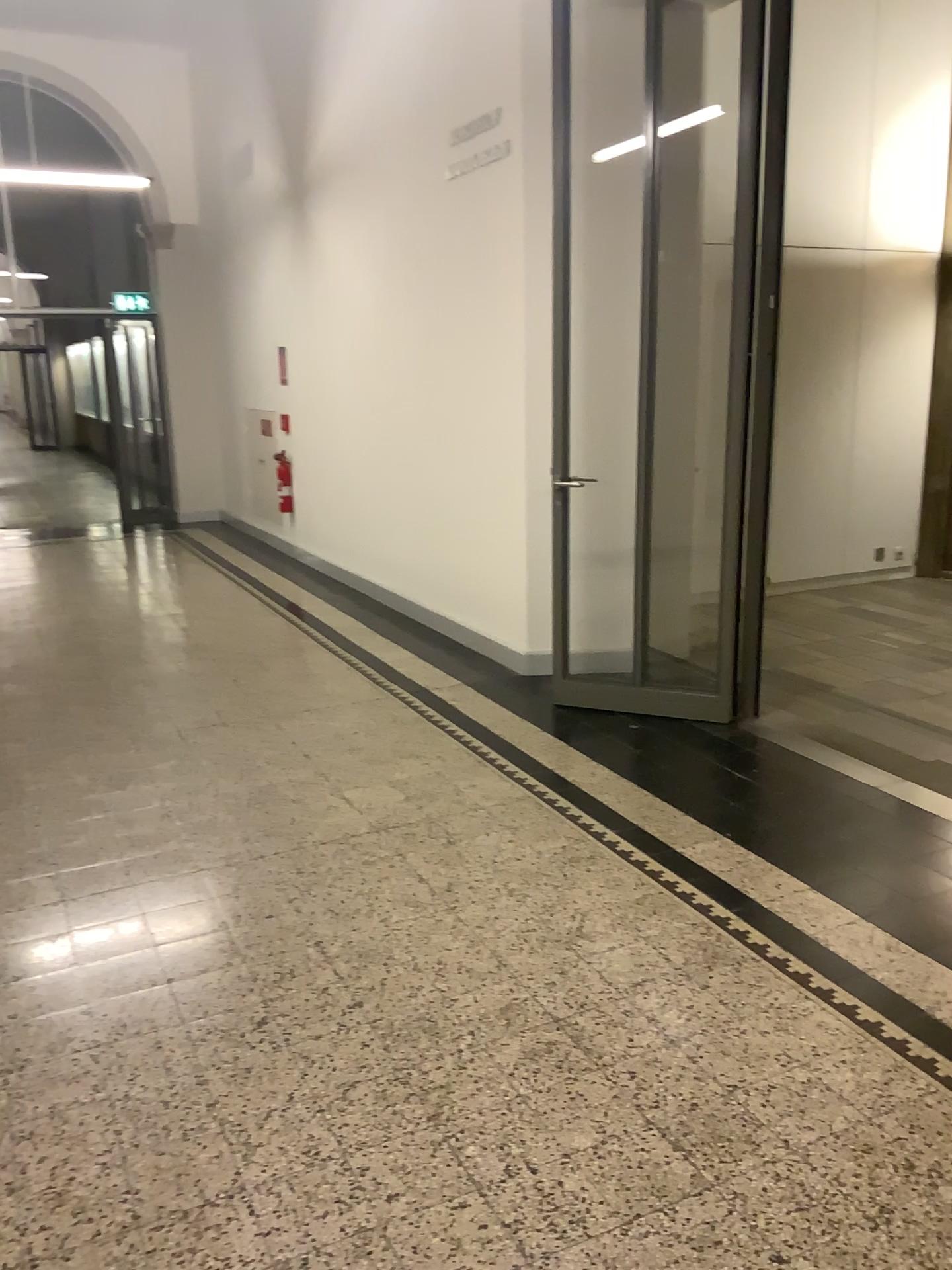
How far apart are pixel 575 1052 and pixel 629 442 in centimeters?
279cm
